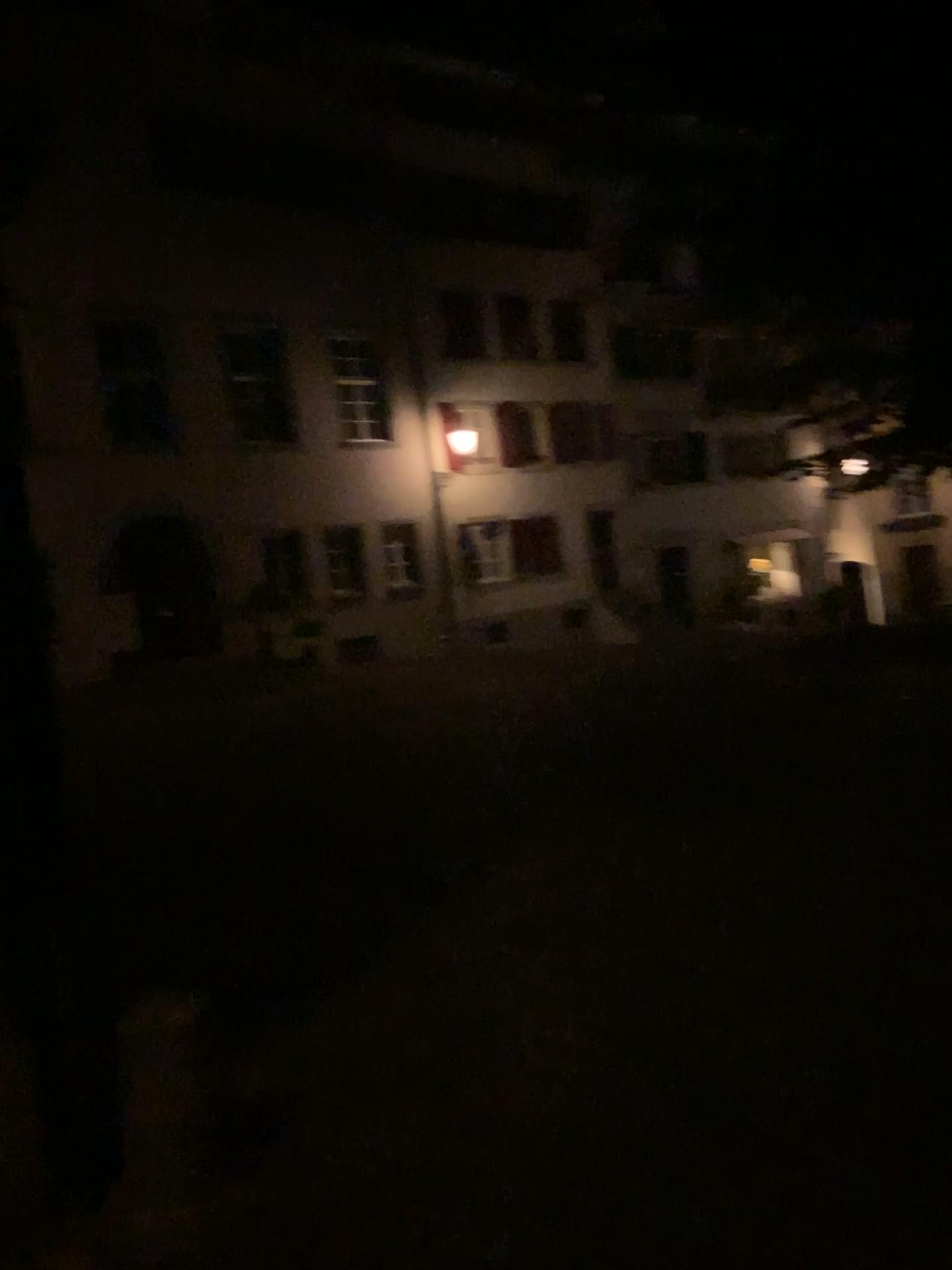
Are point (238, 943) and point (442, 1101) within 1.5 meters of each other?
no
